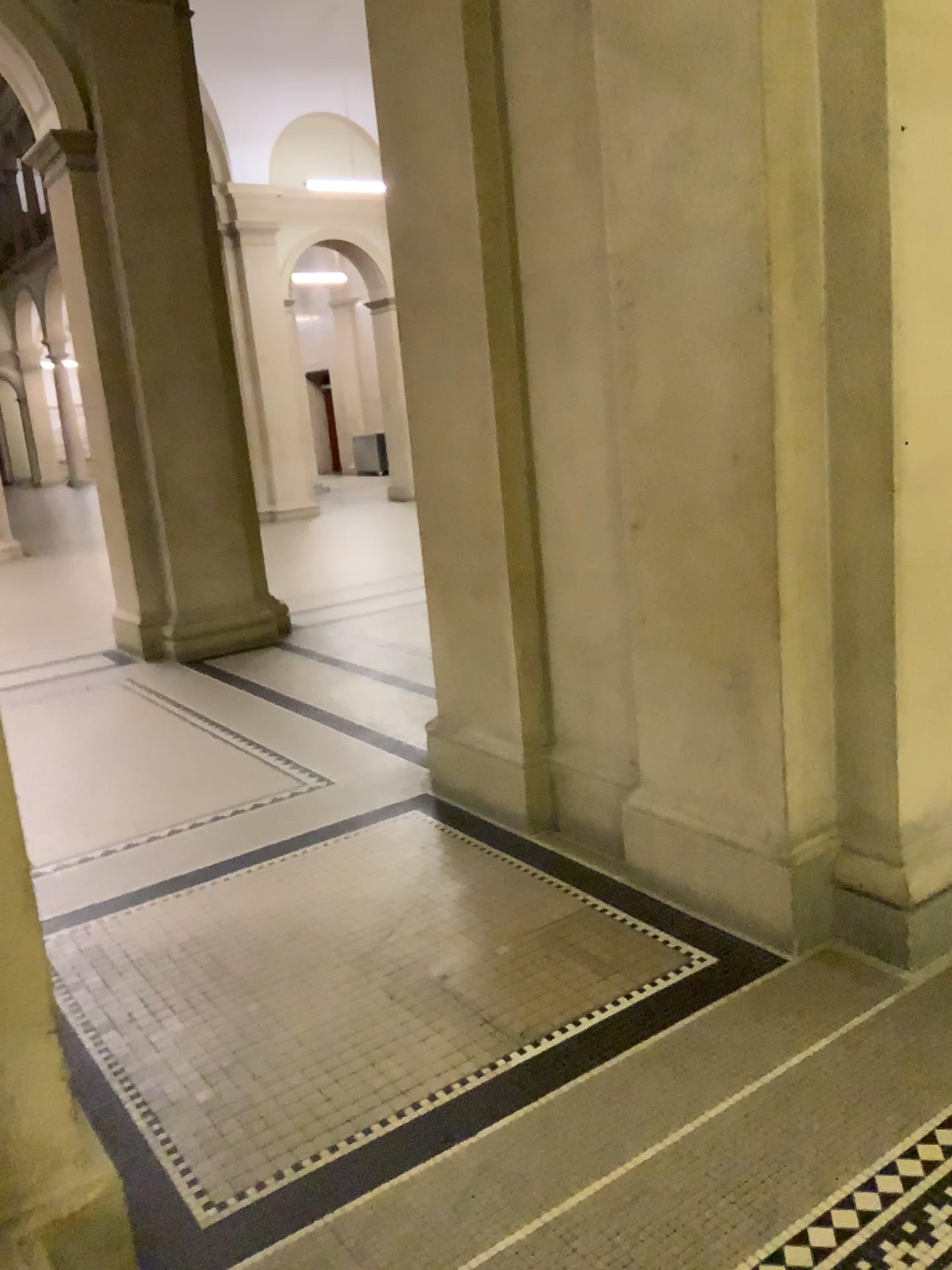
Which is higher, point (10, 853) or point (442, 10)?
point (442, 10)

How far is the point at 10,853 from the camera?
1.64m

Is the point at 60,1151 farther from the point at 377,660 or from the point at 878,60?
the point at 377,660

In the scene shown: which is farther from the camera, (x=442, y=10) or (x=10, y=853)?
(x=442, y=10)

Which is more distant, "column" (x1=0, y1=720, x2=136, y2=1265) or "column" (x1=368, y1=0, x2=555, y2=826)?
"column" (x1=368, y1=0, x2=555, y2=826)

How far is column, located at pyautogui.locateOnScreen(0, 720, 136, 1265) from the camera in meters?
1.6
